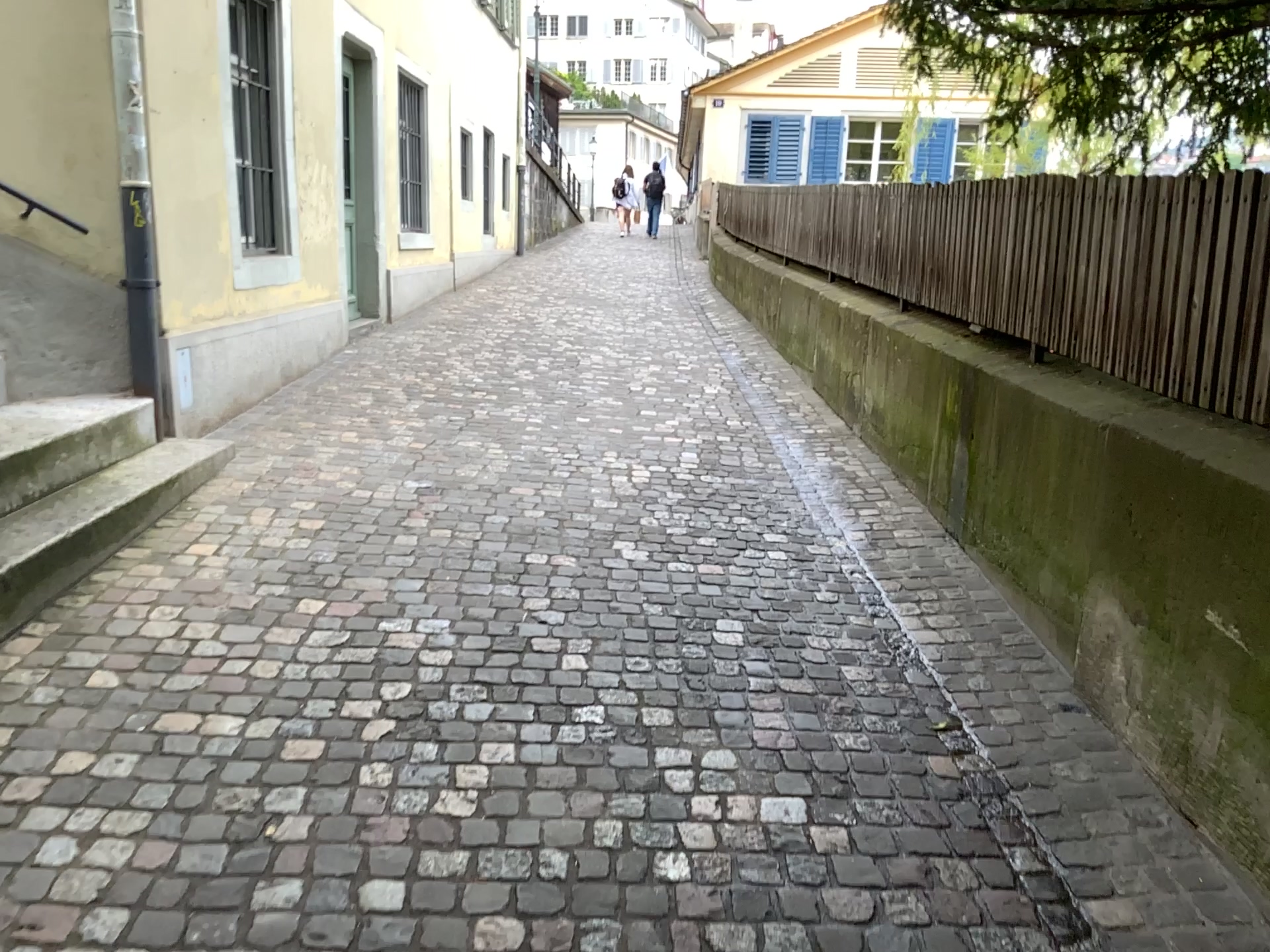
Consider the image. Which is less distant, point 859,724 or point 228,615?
point 859,724
